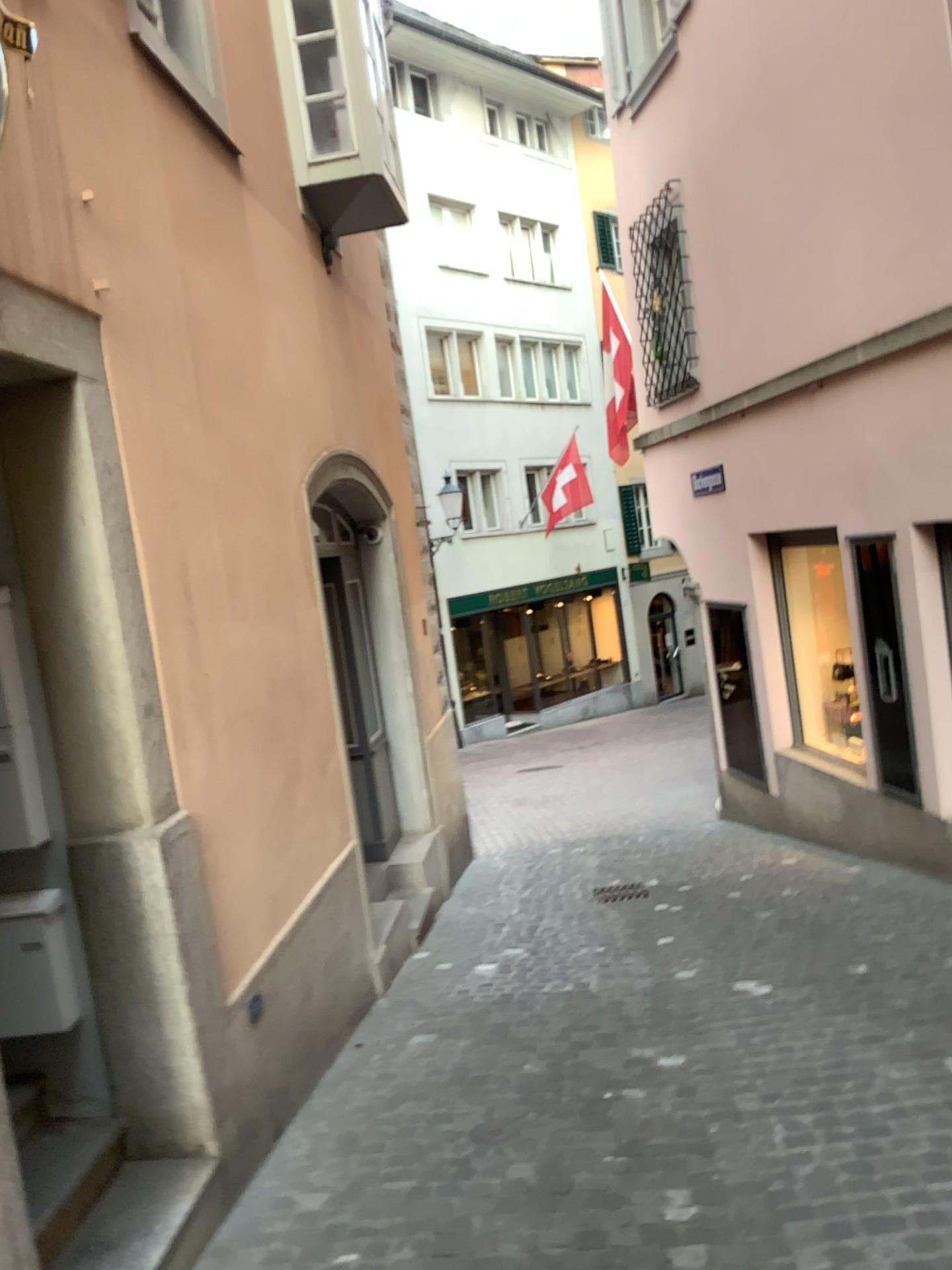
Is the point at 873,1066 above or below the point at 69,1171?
below
